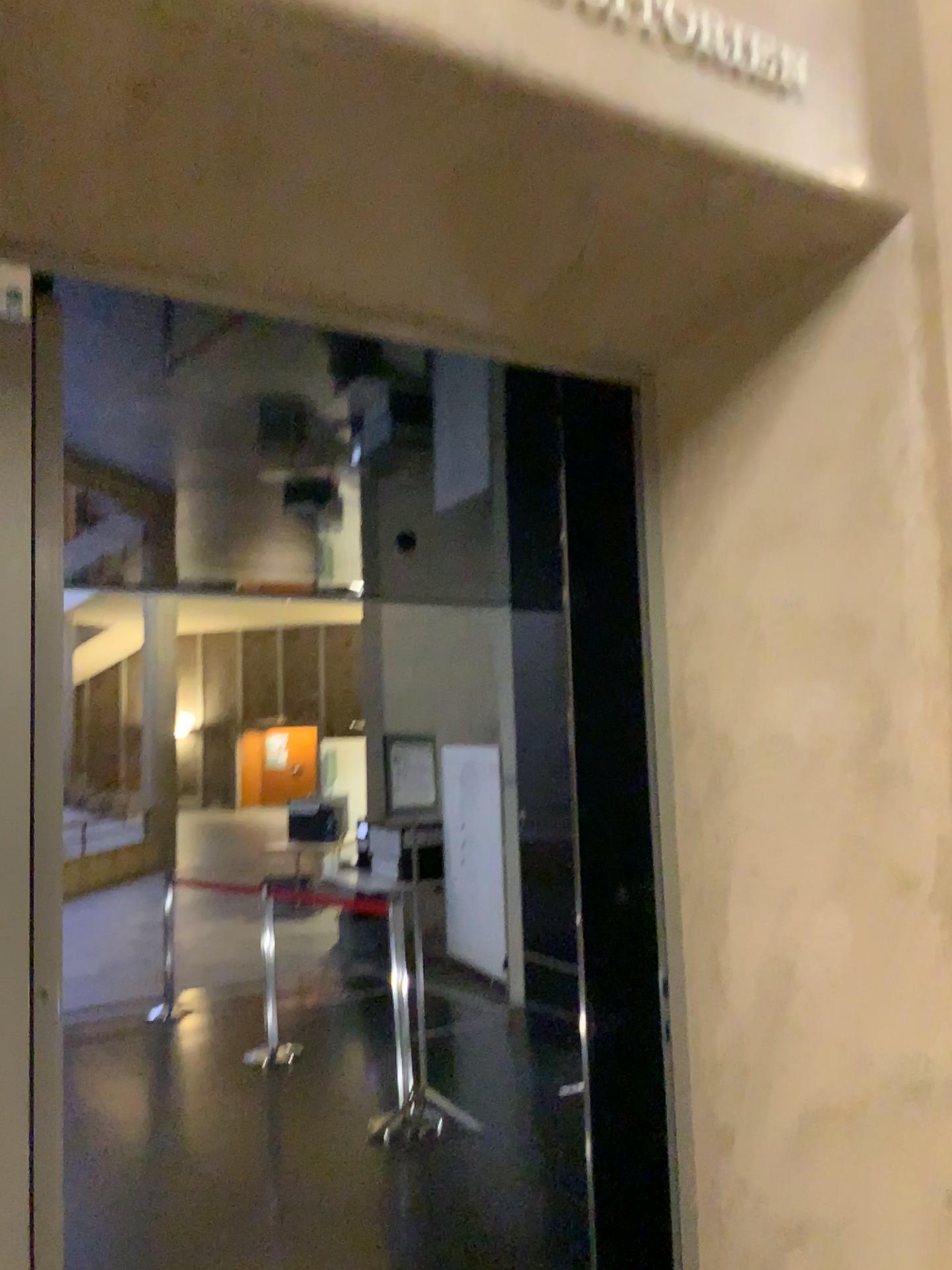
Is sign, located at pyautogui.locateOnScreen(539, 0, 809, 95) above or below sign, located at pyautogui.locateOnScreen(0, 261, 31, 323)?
above

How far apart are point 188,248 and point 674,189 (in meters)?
0.91

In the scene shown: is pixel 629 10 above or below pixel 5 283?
above

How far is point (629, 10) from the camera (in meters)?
1.73

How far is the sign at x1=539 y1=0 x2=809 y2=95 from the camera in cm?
173
